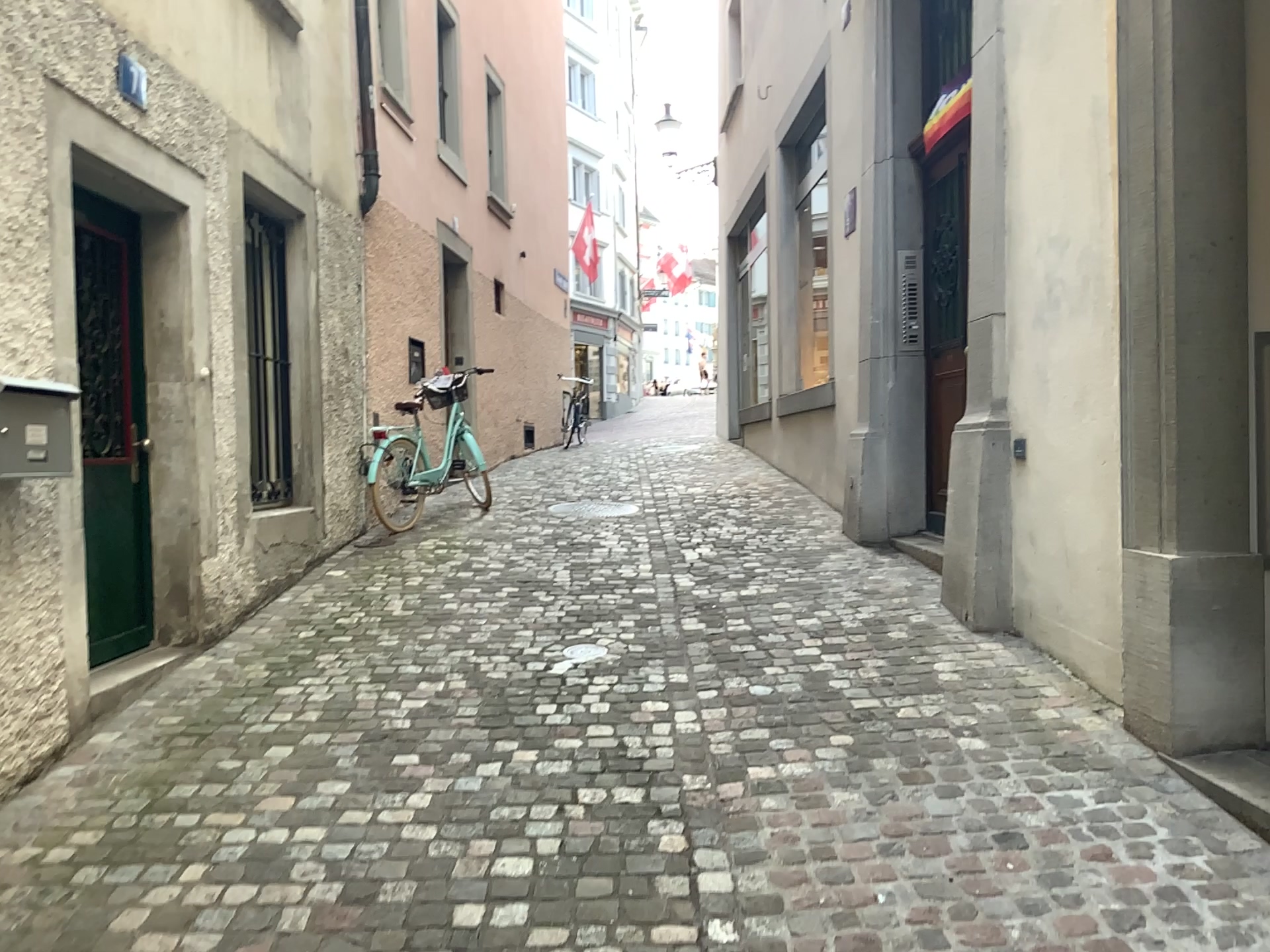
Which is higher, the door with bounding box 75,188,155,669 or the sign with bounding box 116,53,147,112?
the sign with bounding box 116,53,147,112

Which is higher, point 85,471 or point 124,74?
point 124,74

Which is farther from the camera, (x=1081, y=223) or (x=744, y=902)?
(x=1081, y=223)
